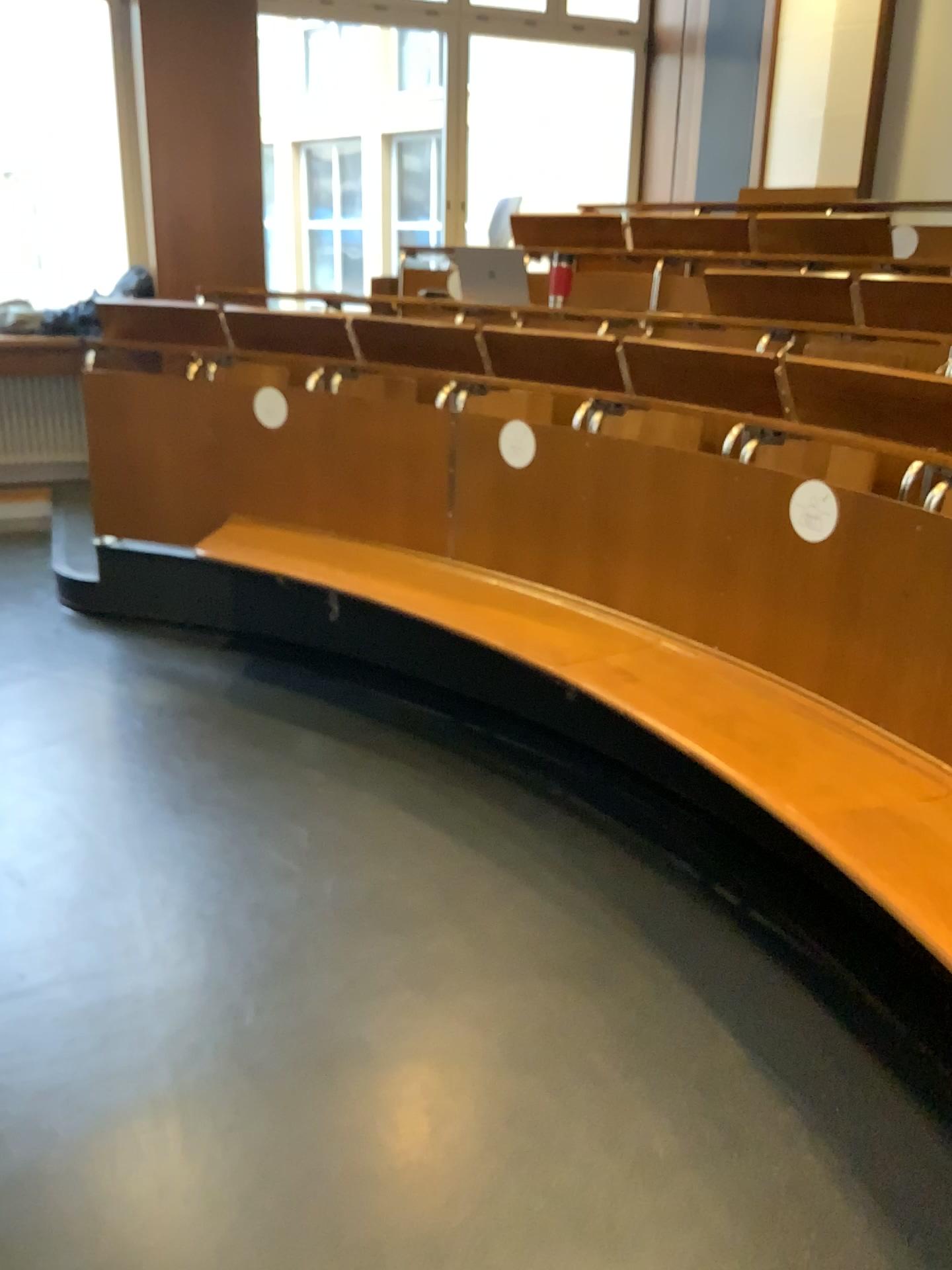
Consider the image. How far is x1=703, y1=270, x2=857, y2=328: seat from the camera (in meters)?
3.41

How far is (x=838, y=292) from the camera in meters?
3.4 m

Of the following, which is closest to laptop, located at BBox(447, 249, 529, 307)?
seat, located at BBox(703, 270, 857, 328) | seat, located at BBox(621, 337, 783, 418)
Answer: seat, located at BBox(703, 270, 857, 328)

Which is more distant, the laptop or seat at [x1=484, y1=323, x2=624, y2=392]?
the laptop

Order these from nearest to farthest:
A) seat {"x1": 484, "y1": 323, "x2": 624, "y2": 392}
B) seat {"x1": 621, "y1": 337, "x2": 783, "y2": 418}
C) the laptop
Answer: seat {"x1": 621, "y1": 337, "x2": 783, "y2": 418}, seat {"x1": 484, "y1": 323, "x2": 624, "y2": 392}, the laptop

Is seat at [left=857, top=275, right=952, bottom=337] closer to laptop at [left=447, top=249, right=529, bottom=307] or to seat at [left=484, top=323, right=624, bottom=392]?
seat at [left=484, top=323, right=624, bottom=392]

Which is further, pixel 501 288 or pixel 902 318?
pixel 501 288

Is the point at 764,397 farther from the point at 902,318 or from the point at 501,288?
the point at 501,288

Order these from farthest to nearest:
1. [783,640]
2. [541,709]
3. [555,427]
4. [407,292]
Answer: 1. [407,292]
2. [541,709]
3. [555,427]
4. [783,640]

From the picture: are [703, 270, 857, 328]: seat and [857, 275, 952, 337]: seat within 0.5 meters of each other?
yes
